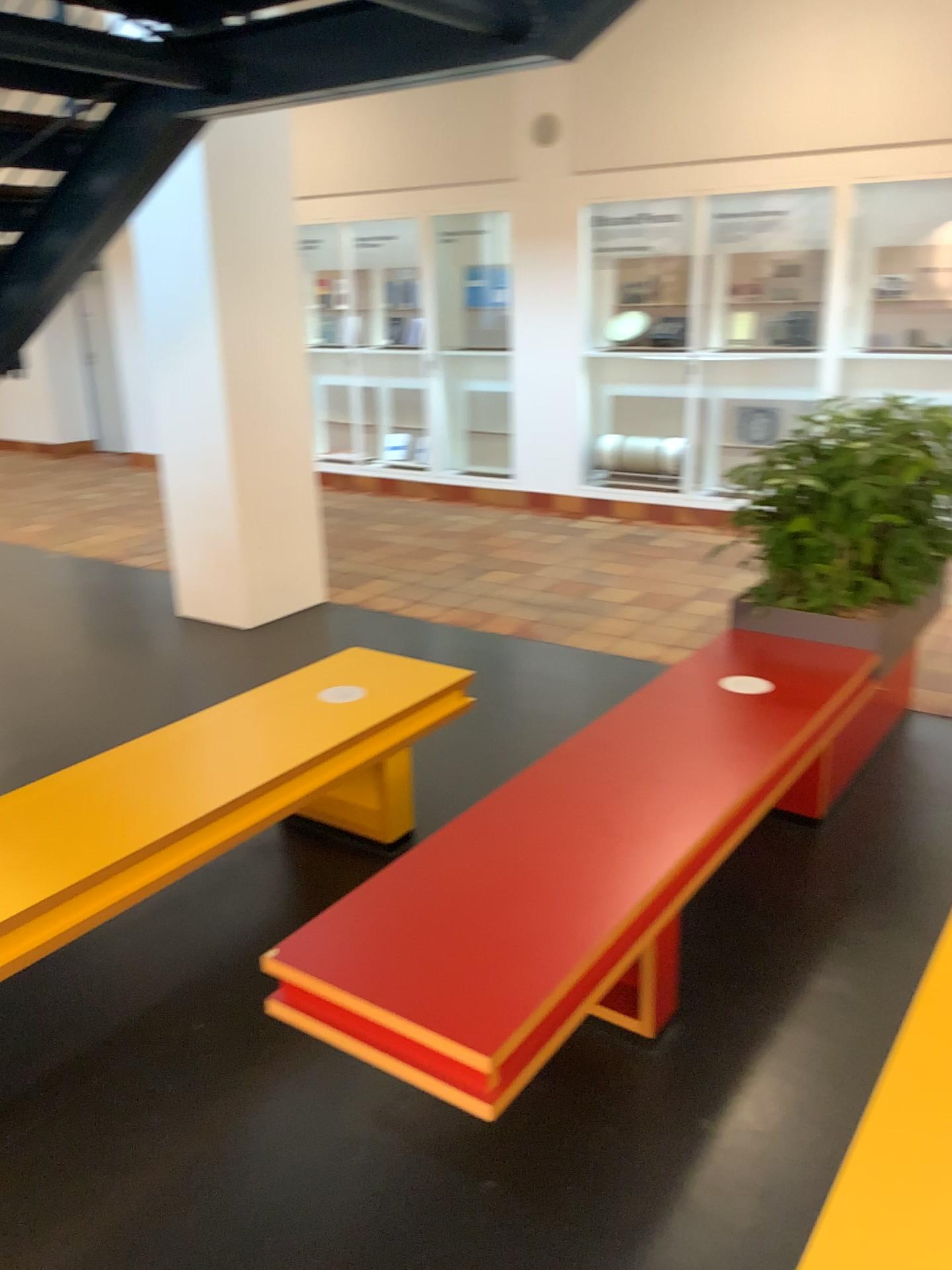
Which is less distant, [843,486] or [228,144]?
[843,486]

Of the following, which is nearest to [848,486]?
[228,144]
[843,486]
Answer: [843,486]

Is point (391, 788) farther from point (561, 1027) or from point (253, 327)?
point (253, 327)

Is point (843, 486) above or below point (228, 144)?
below

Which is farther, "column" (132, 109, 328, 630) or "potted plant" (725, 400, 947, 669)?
"column" (132, 109, 328, 630)

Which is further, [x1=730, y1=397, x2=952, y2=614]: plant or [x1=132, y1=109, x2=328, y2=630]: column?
[x1=132, y1=109, x2=328, y2=630]: column

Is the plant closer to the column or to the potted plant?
the potted plant

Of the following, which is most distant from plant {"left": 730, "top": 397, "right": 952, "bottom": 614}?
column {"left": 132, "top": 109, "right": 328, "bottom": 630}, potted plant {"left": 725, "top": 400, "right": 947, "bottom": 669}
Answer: column {"left": 132, "top": 109, "right": 328, "bottom": 630}
